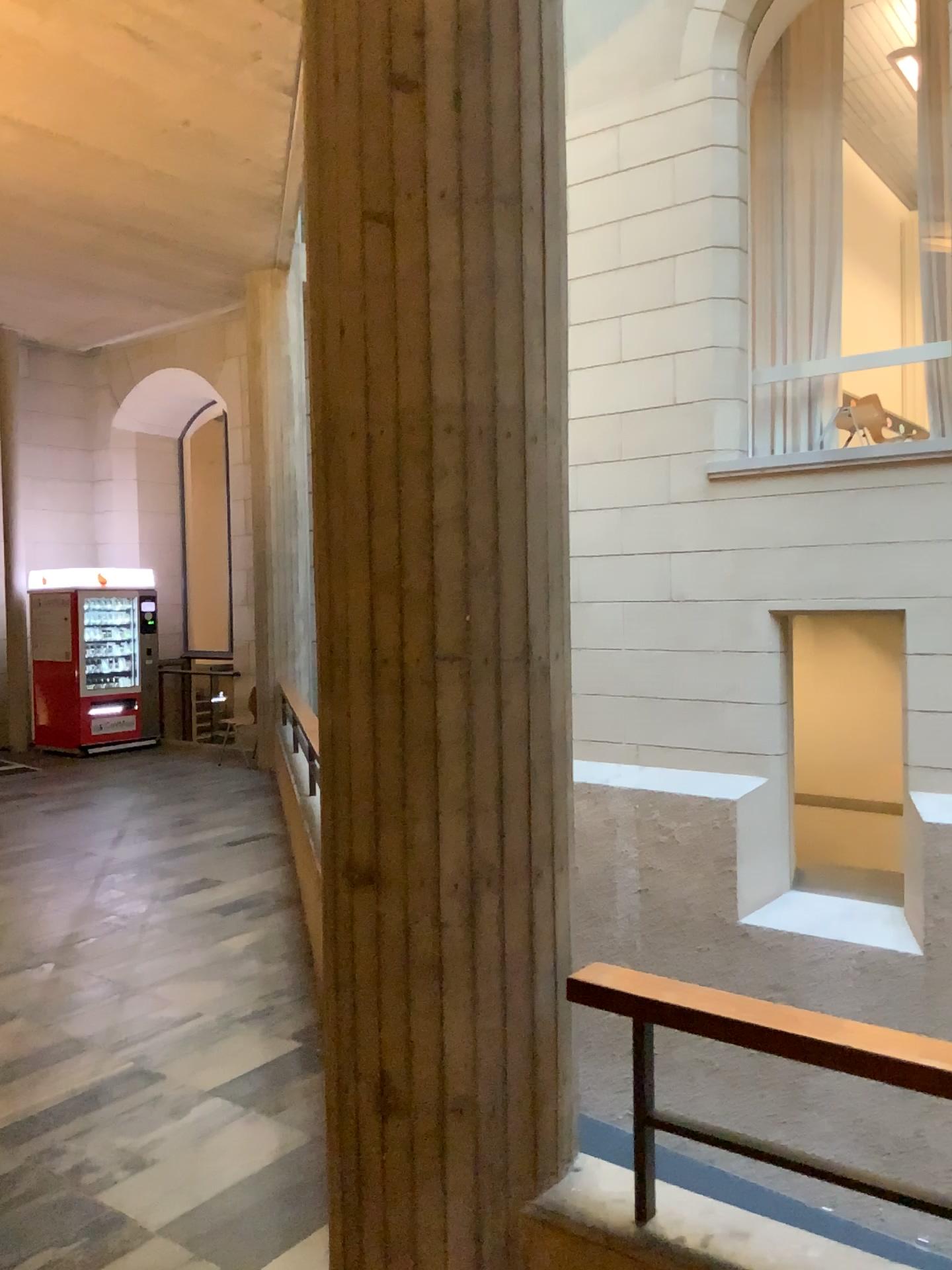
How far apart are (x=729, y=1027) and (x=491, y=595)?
0.9m

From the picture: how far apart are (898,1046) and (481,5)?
1.97m

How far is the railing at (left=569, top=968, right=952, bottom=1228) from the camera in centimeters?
167cm

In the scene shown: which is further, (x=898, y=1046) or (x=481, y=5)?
(x=481, y=5)

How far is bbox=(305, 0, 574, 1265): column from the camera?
1.98m

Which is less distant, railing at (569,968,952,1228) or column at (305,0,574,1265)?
railing at (569,968,952,1228)

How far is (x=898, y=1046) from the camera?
Answer: 1.7m
